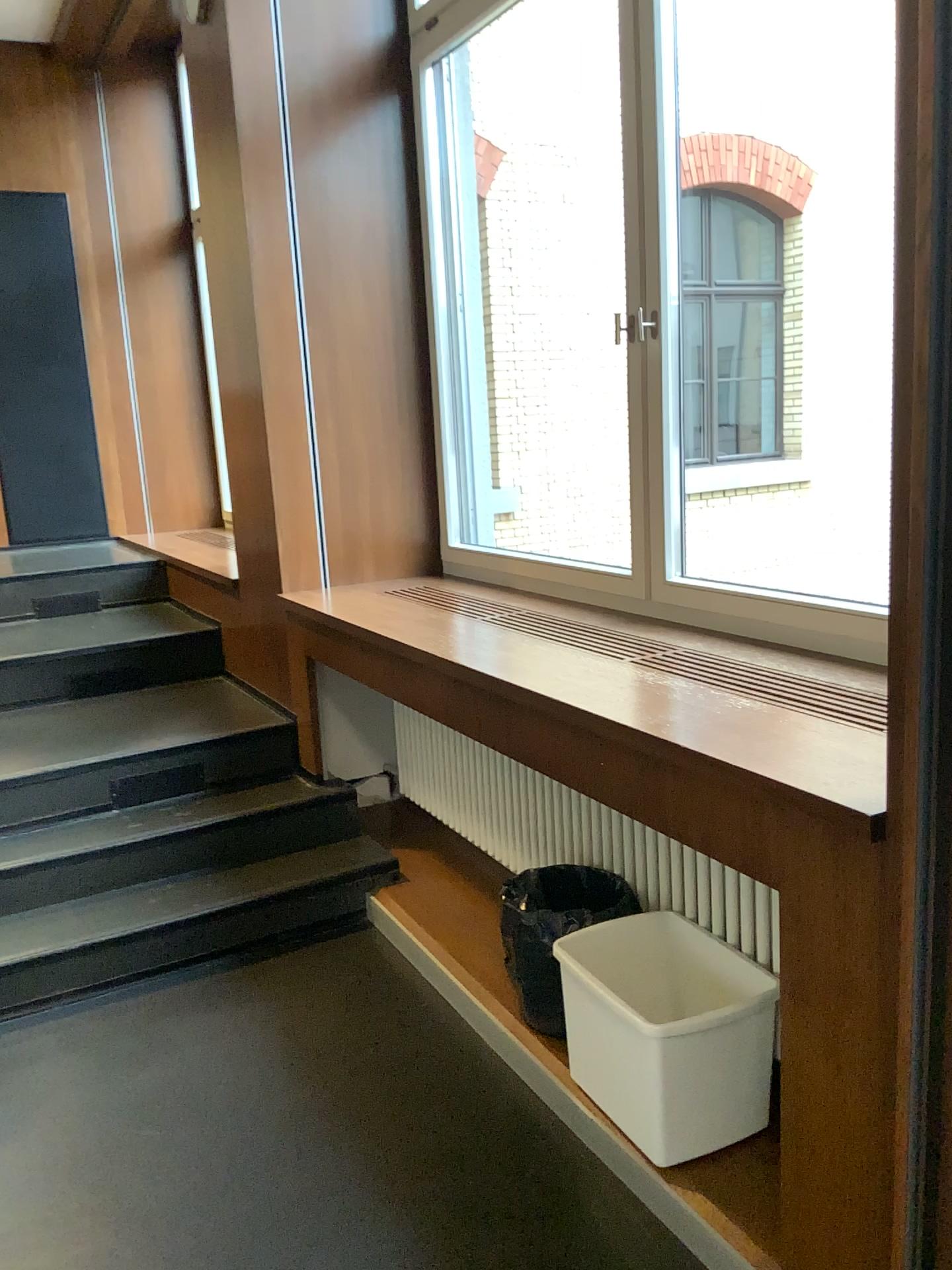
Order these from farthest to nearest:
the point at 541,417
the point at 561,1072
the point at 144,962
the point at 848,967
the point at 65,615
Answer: the point at 65,615
the point at 541,417
the point at 144,962
the point at 561,1072
the point at 848,967

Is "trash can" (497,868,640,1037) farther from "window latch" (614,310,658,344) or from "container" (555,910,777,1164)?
"window latch" (614,310,658,344)

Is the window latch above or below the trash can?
above

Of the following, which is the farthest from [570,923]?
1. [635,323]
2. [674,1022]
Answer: [635,323]

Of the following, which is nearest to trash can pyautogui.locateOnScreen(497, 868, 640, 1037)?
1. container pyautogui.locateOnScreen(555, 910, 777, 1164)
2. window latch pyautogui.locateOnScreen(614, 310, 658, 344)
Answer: container pyautogui.locateOnScreen(555, 910, 777, 1164)

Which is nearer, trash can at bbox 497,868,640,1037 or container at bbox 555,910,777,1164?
container at bbox 555,910,777,1164

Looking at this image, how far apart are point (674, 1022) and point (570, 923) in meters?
0.5

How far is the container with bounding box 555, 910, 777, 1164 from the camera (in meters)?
2.00

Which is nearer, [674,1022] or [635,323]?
[674,1022]
